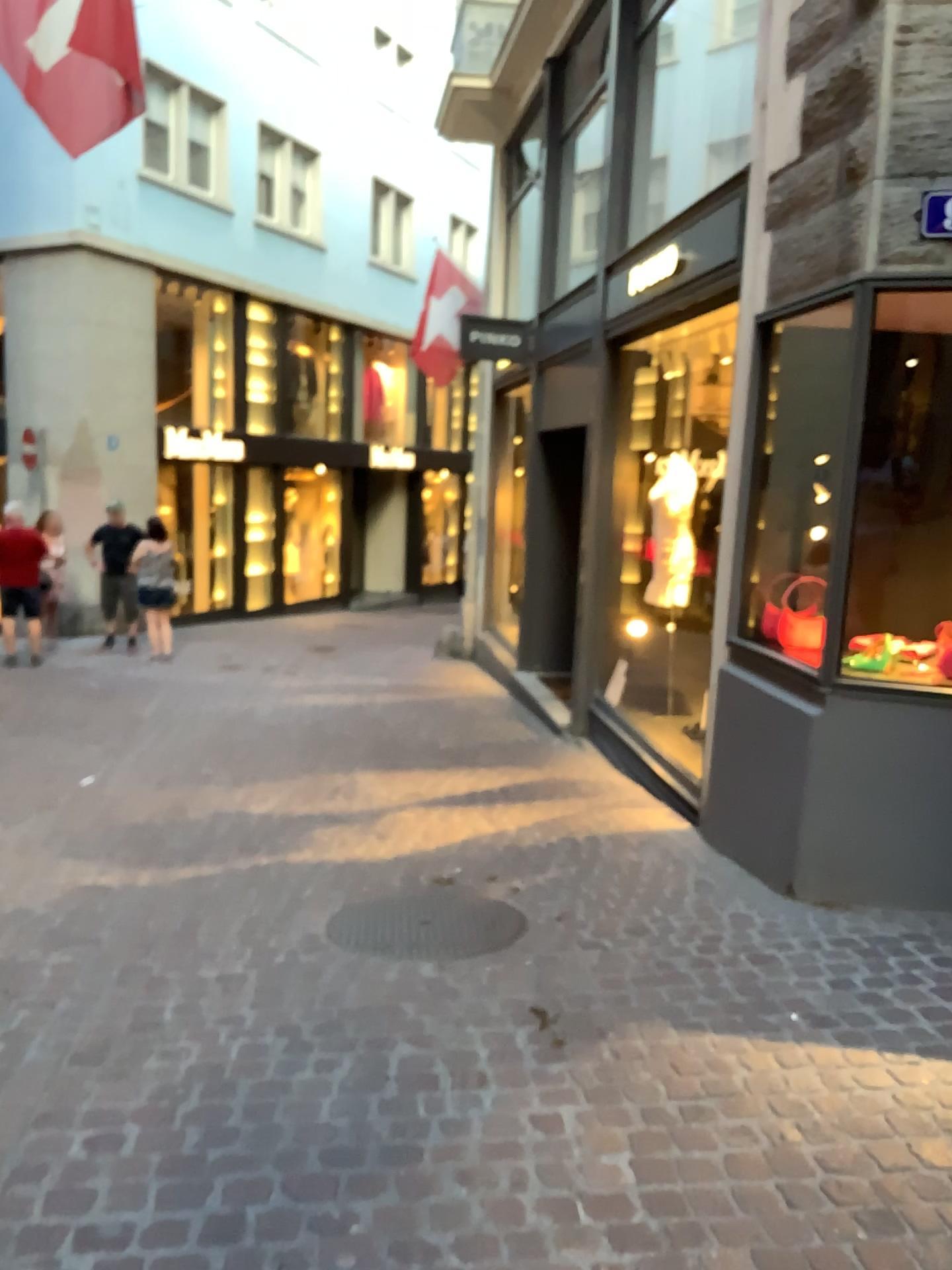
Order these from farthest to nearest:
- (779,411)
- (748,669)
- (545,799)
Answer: (545,799) < (779,411) < (748,669)
